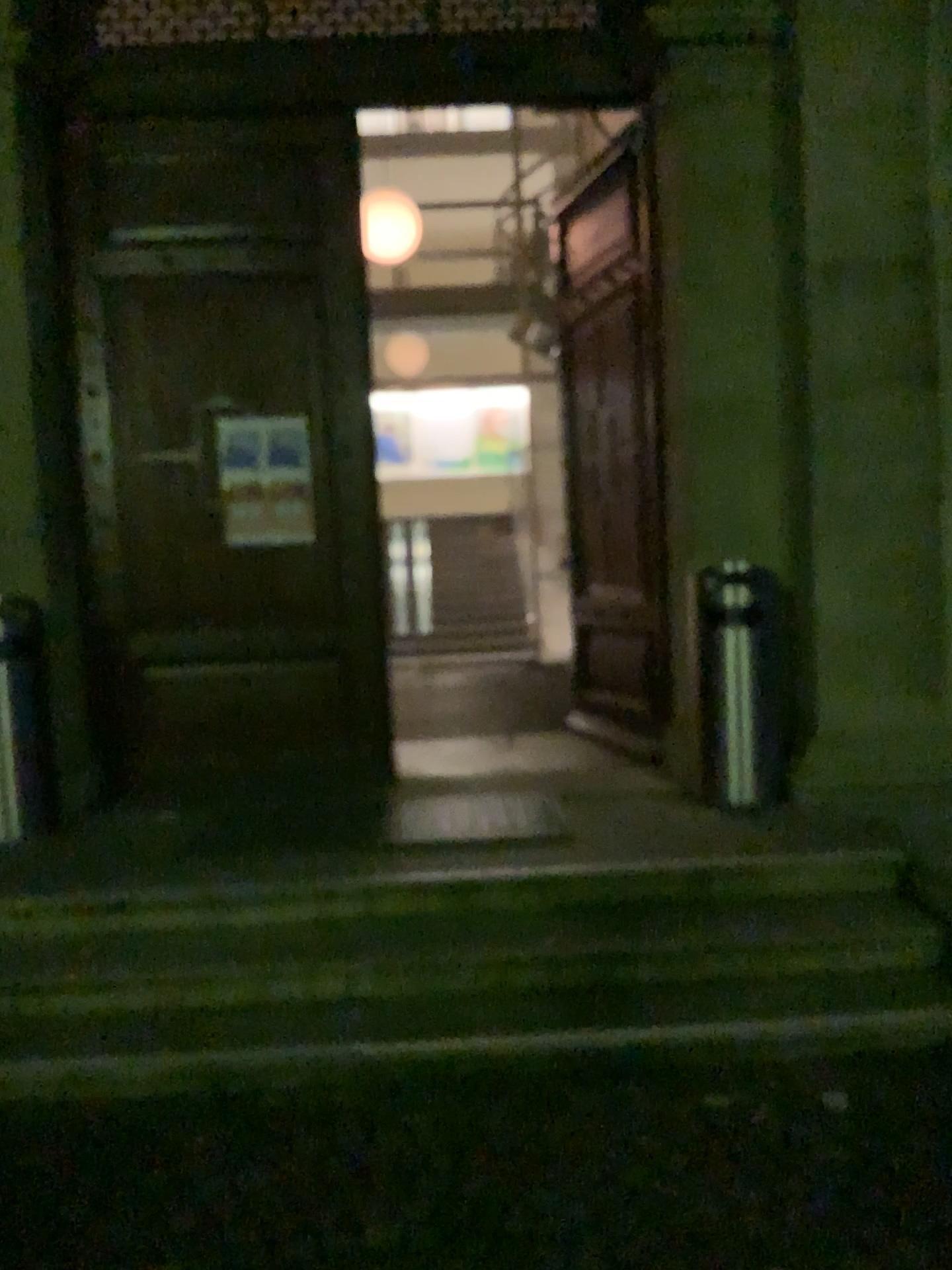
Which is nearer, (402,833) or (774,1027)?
(774,1027)

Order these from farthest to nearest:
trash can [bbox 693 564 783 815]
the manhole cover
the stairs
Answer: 1. trash can [bbox 693 564 783 815]
2. the manhole cover
3. the stairs

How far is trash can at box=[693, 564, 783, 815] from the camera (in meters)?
4.62

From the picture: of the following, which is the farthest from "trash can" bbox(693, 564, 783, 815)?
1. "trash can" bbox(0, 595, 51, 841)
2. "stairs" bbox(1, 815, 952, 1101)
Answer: "trash can" bbox(0, 595, 51, 841)

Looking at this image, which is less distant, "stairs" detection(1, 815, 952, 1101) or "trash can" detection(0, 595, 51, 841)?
"stairs" detection(1, 815, 952, 1101)

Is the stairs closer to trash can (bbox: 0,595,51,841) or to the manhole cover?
the manhole cover

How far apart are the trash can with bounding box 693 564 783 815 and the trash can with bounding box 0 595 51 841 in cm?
285

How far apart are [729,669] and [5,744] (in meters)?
3.05

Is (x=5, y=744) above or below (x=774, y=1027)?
above

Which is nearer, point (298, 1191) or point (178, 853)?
point (298, 1191)
